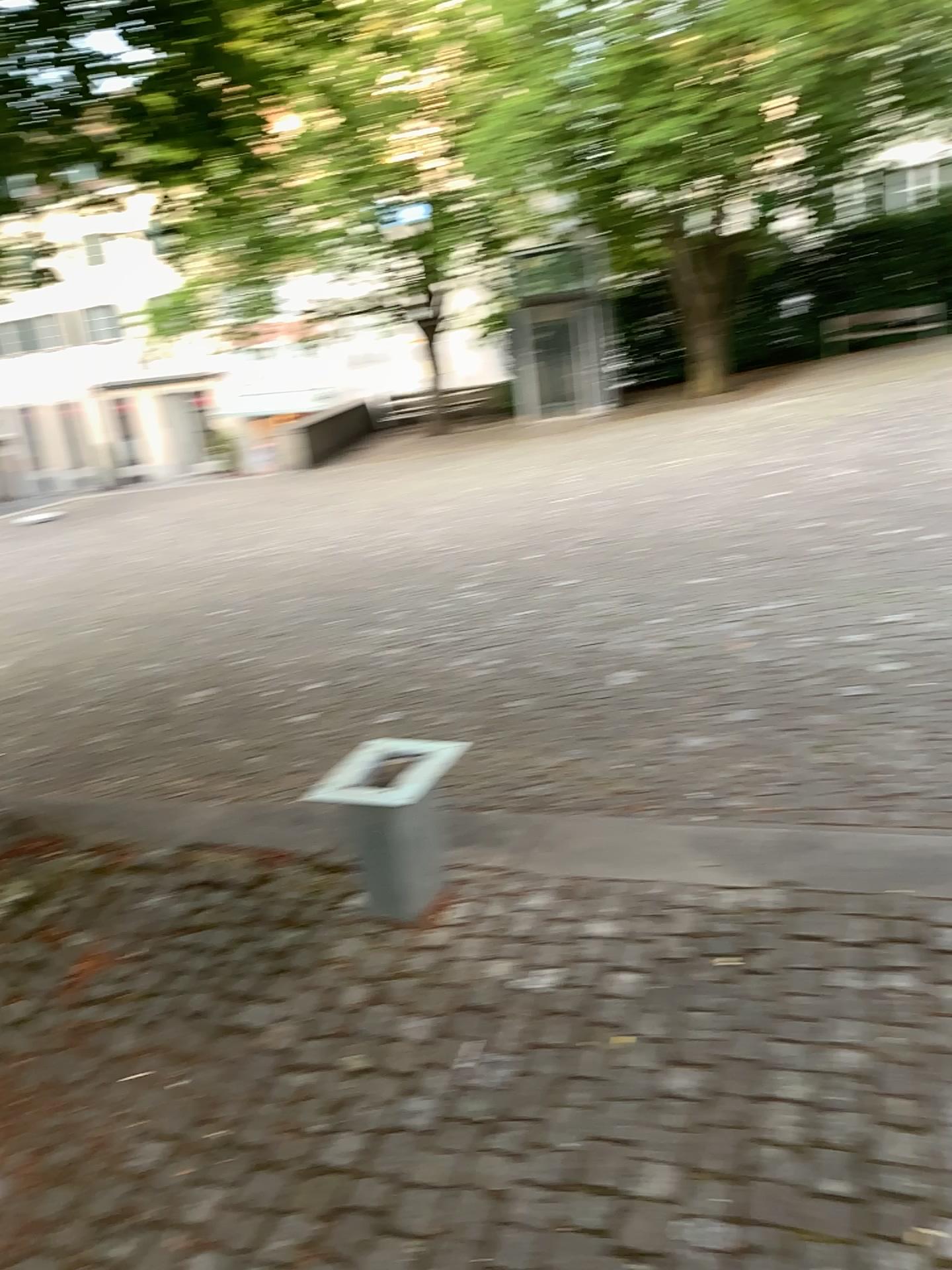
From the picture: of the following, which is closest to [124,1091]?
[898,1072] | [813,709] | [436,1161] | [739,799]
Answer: [436,1161]

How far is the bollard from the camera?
2.8m

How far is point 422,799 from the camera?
2.8m
